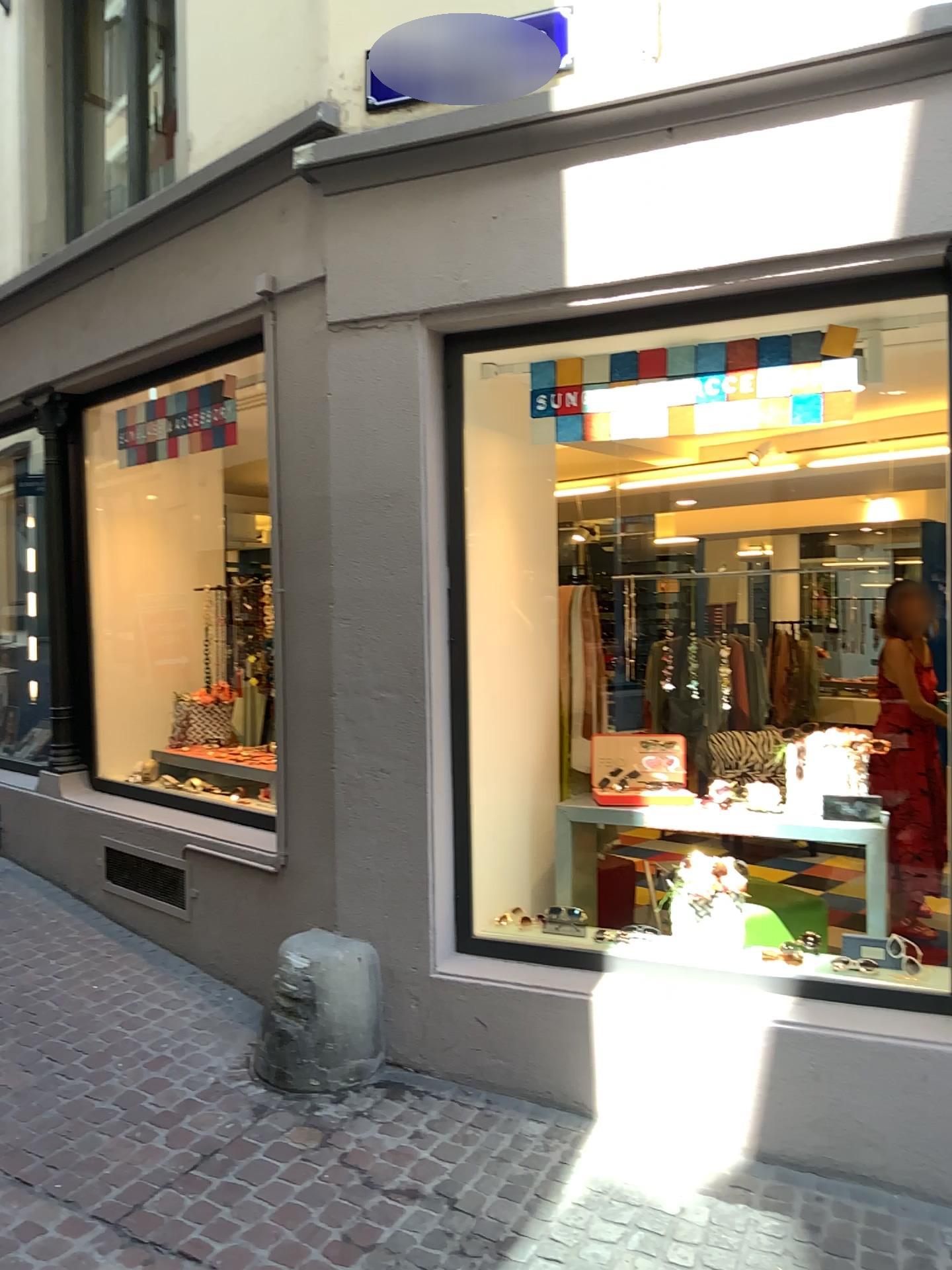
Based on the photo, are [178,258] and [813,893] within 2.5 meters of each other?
no

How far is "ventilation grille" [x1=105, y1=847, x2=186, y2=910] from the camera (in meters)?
4.70

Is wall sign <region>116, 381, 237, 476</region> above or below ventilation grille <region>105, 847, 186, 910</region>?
above

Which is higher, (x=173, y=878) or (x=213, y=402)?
(x=213, y=402)

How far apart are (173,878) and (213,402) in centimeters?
216cm

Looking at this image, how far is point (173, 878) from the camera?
4.7 meters

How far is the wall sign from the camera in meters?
4.8 m

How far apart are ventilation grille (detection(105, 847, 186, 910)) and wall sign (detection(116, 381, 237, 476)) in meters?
1.9
